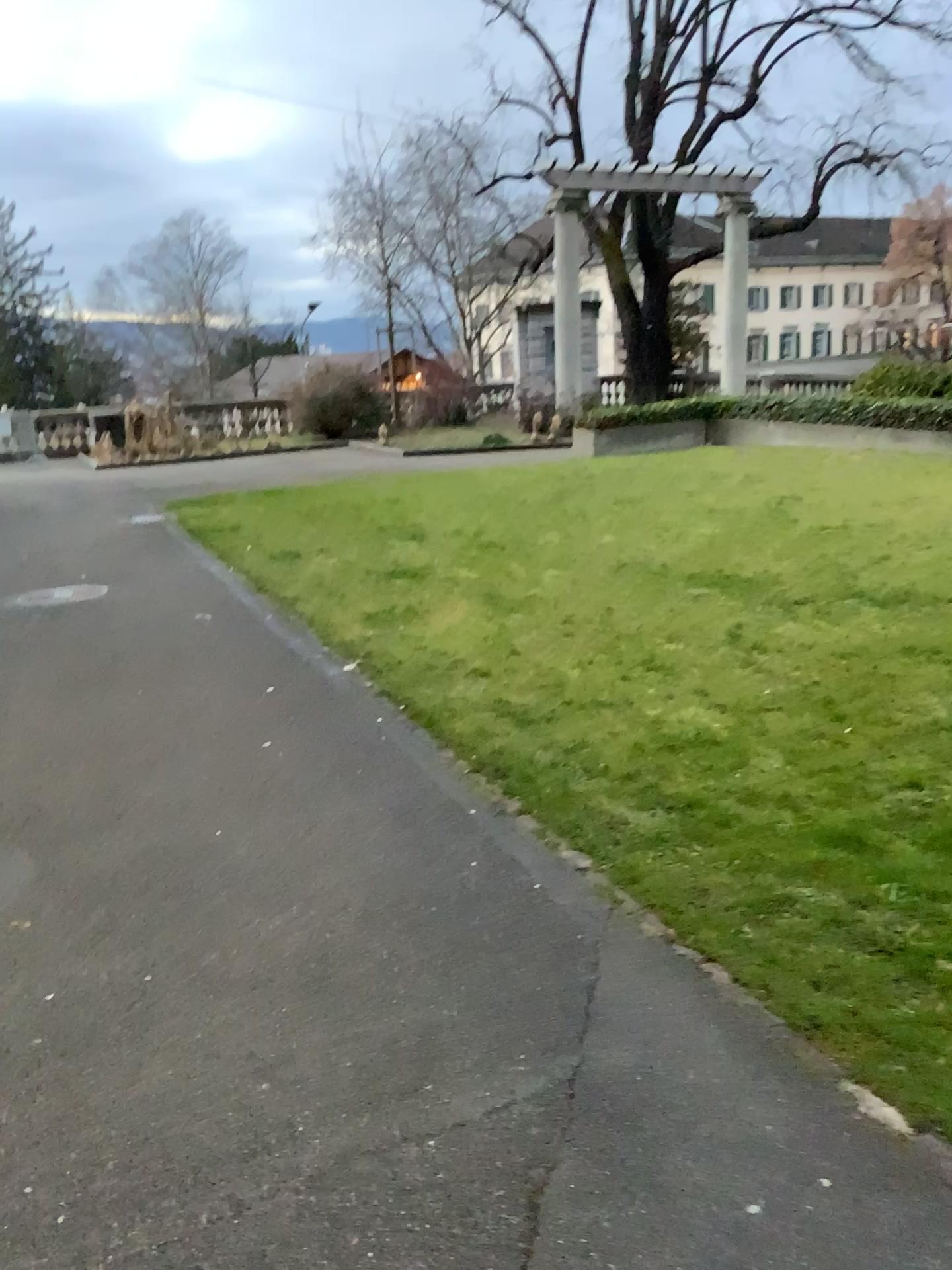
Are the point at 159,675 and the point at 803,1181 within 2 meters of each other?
no
